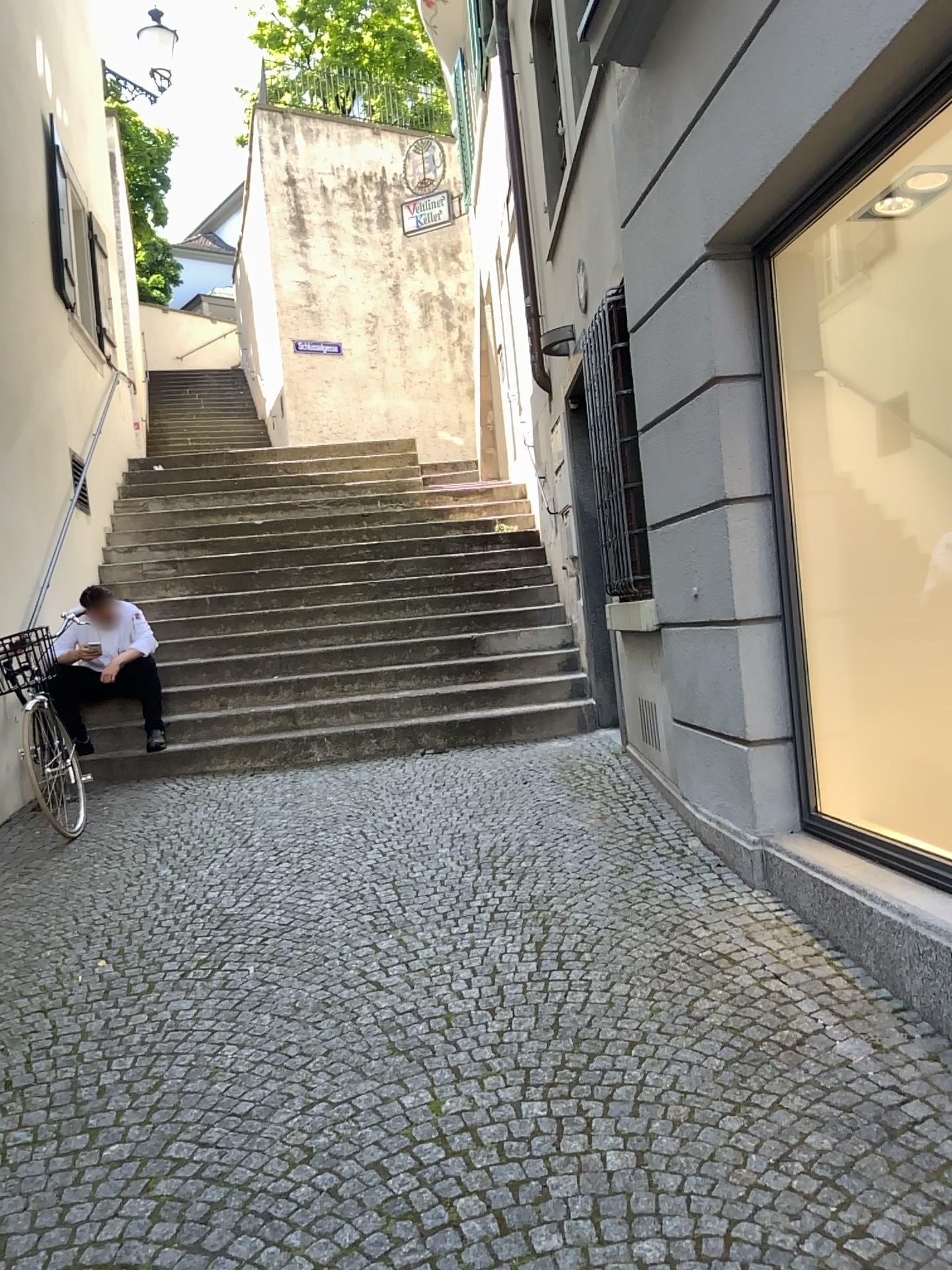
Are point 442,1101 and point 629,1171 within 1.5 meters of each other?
yes
